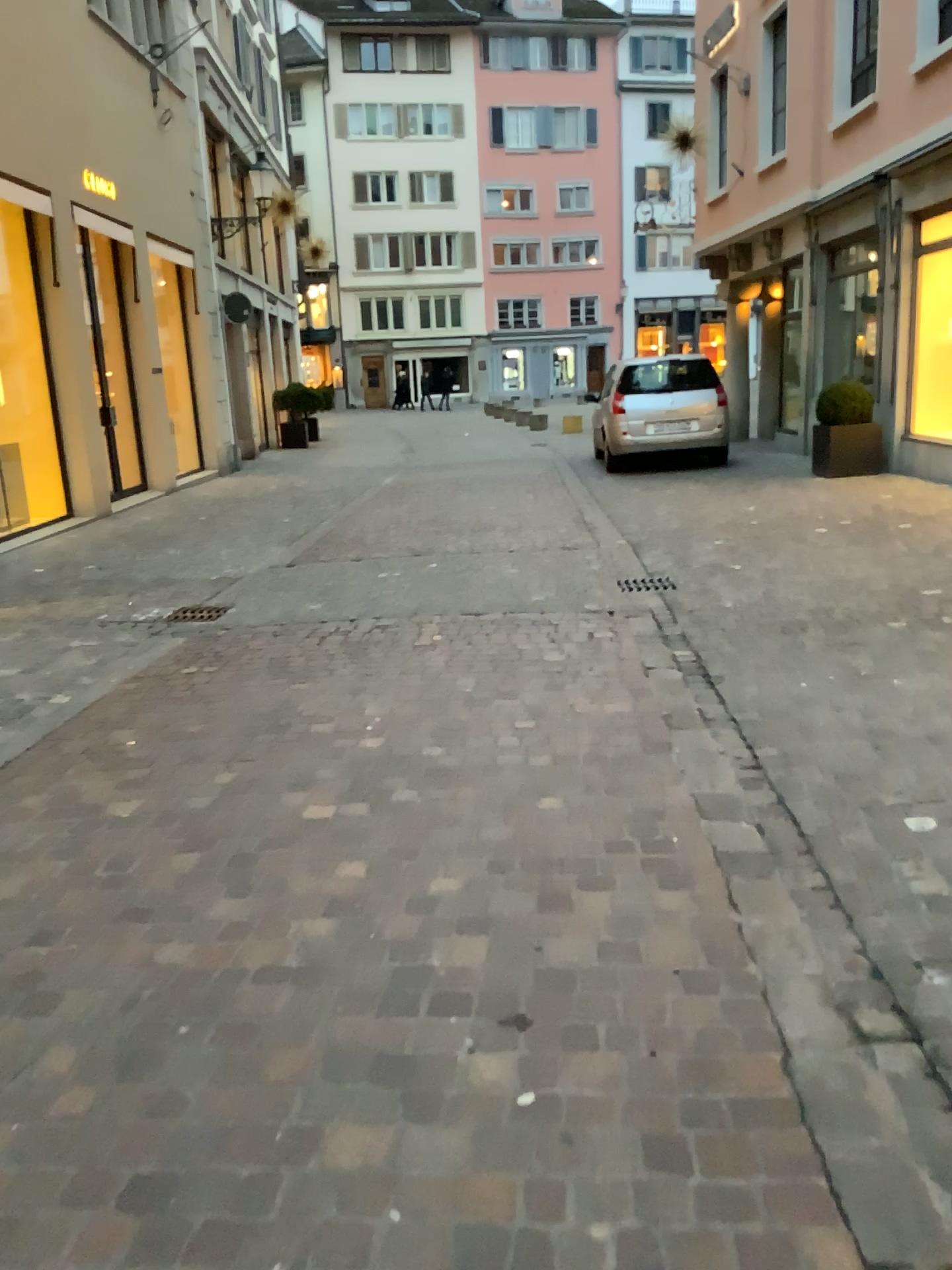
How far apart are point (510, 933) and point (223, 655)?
3.1 meters
